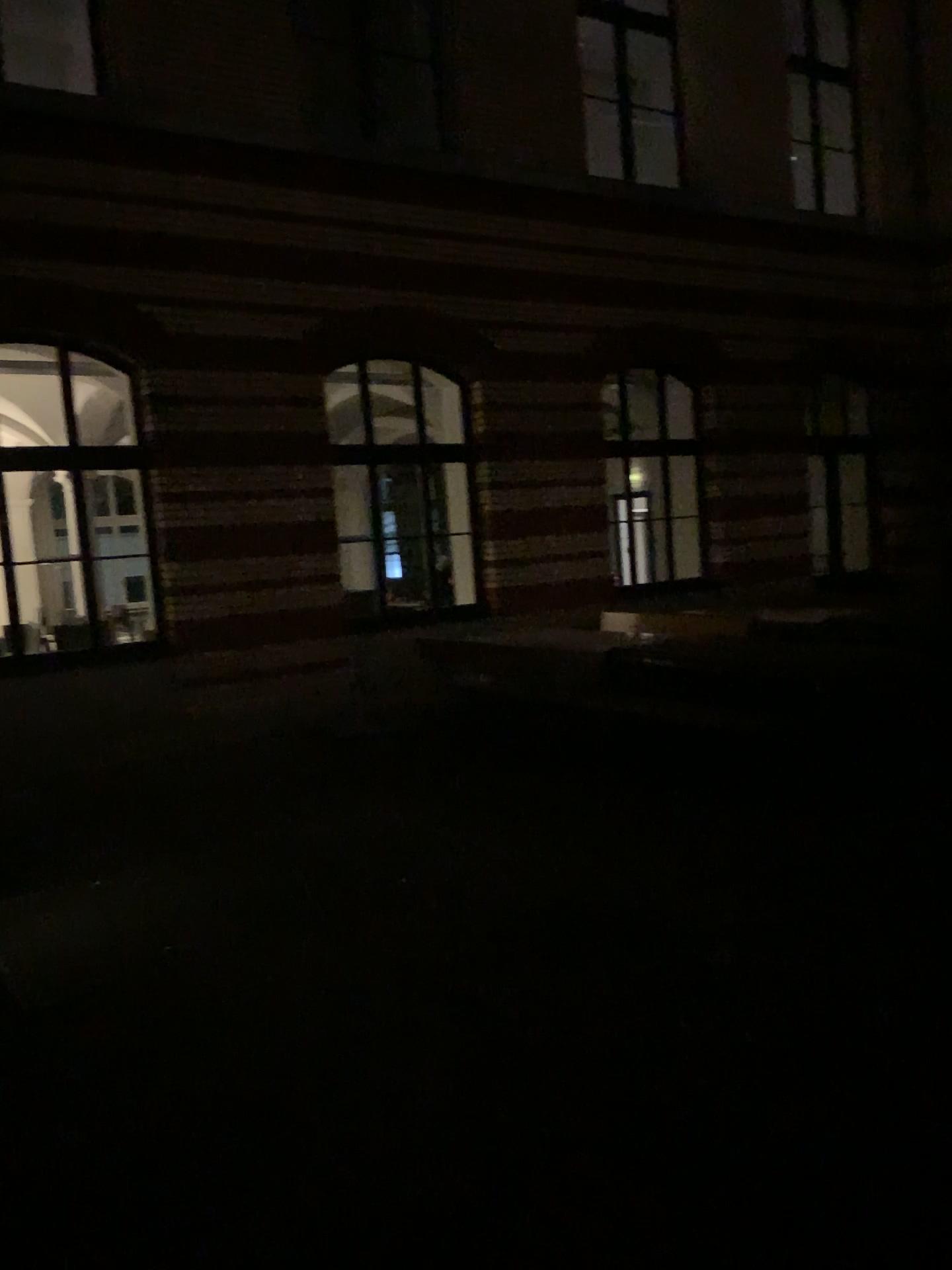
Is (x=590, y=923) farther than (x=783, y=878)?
No
